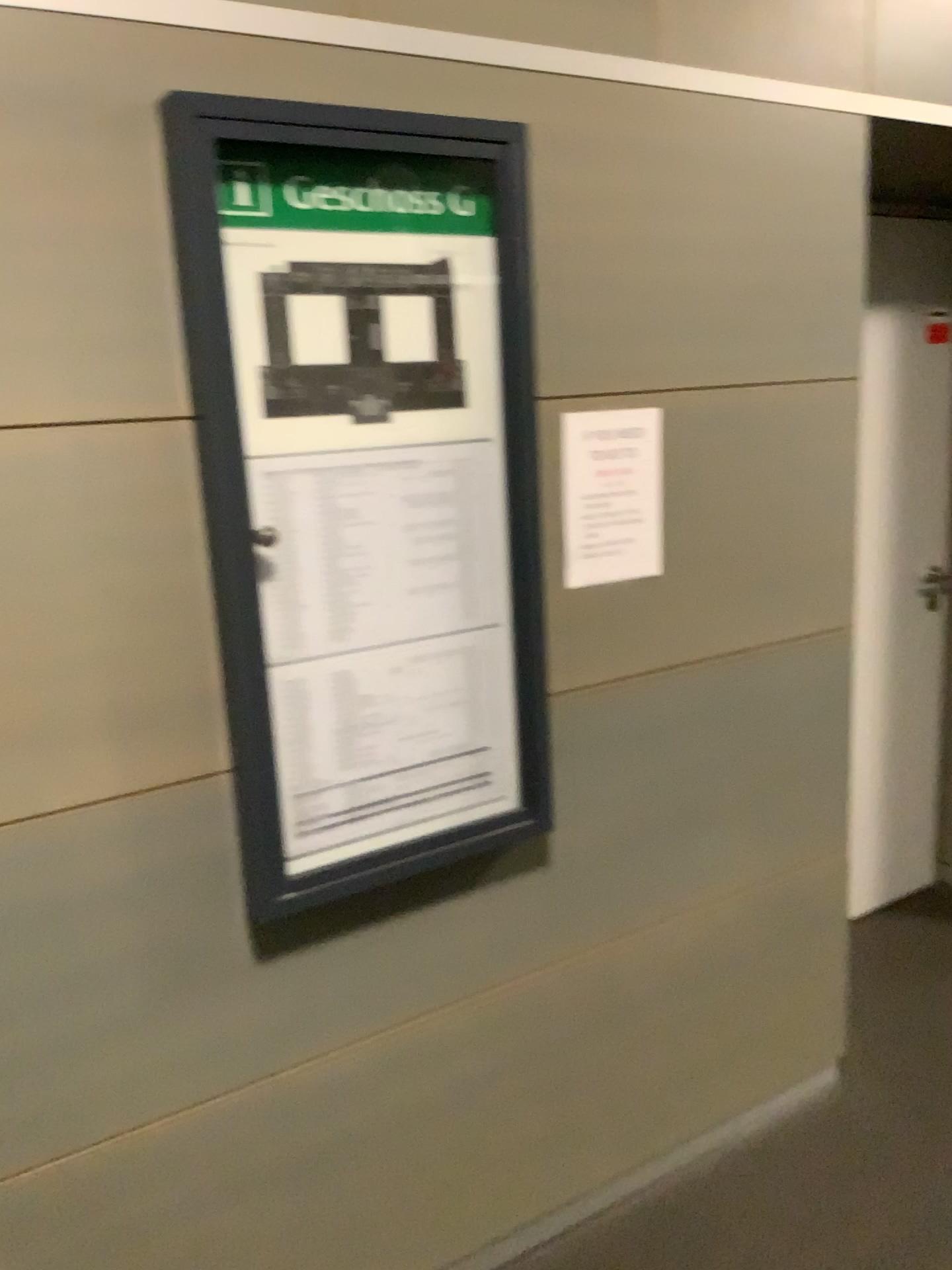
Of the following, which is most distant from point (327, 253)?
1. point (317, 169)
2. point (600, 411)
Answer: point (600, 411)

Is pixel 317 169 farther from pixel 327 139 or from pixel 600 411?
pixel 600 411

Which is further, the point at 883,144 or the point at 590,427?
the point at 883,144

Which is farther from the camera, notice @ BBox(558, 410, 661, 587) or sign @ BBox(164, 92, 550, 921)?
notice @ BBox(558, 410, 661, 587)

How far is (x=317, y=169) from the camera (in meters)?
1.47

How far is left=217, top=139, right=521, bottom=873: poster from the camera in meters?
1.5

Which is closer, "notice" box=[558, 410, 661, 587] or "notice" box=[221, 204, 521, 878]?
"notice" box=[221, 204, 521, 878]

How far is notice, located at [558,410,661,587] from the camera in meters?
1.8

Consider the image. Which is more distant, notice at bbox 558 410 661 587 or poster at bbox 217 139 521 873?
Result: notice at bbox 558 410 661 587

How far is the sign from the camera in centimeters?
143cm
